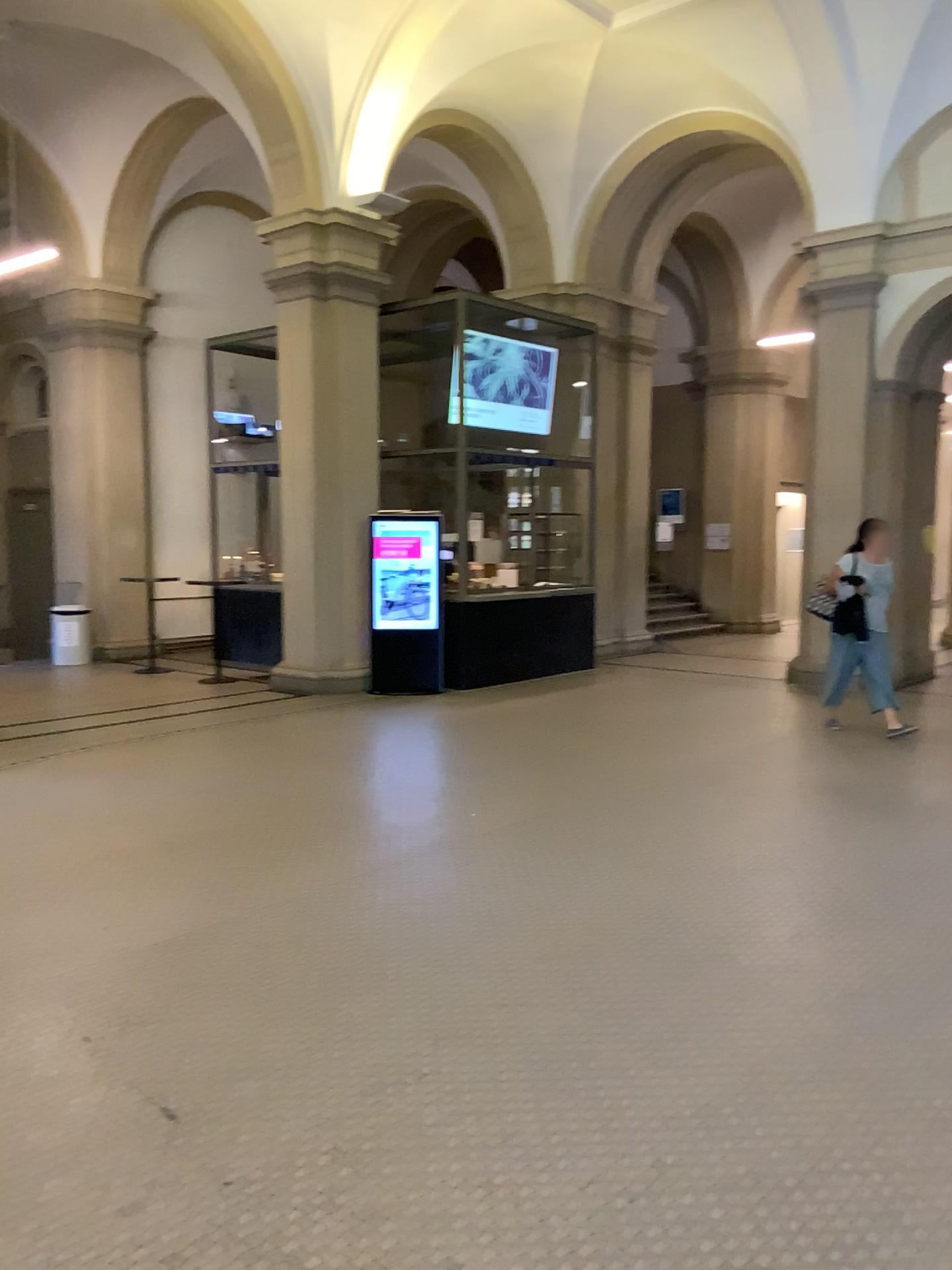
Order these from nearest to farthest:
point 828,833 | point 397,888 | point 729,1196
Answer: point 729,1196 → point 397,888 → point 828,833
